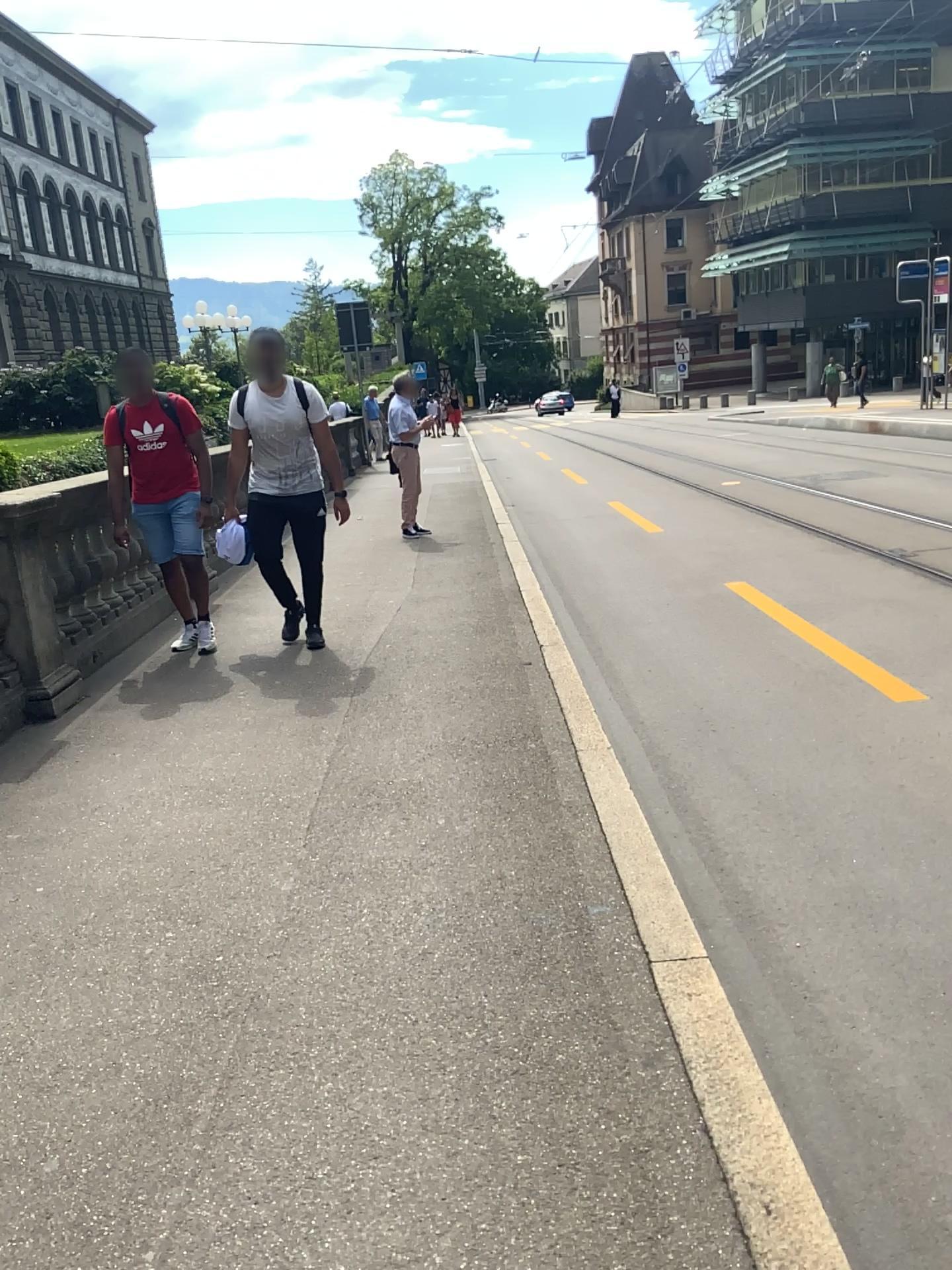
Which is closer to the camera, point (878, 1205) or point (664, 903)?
point (878, 1205)
